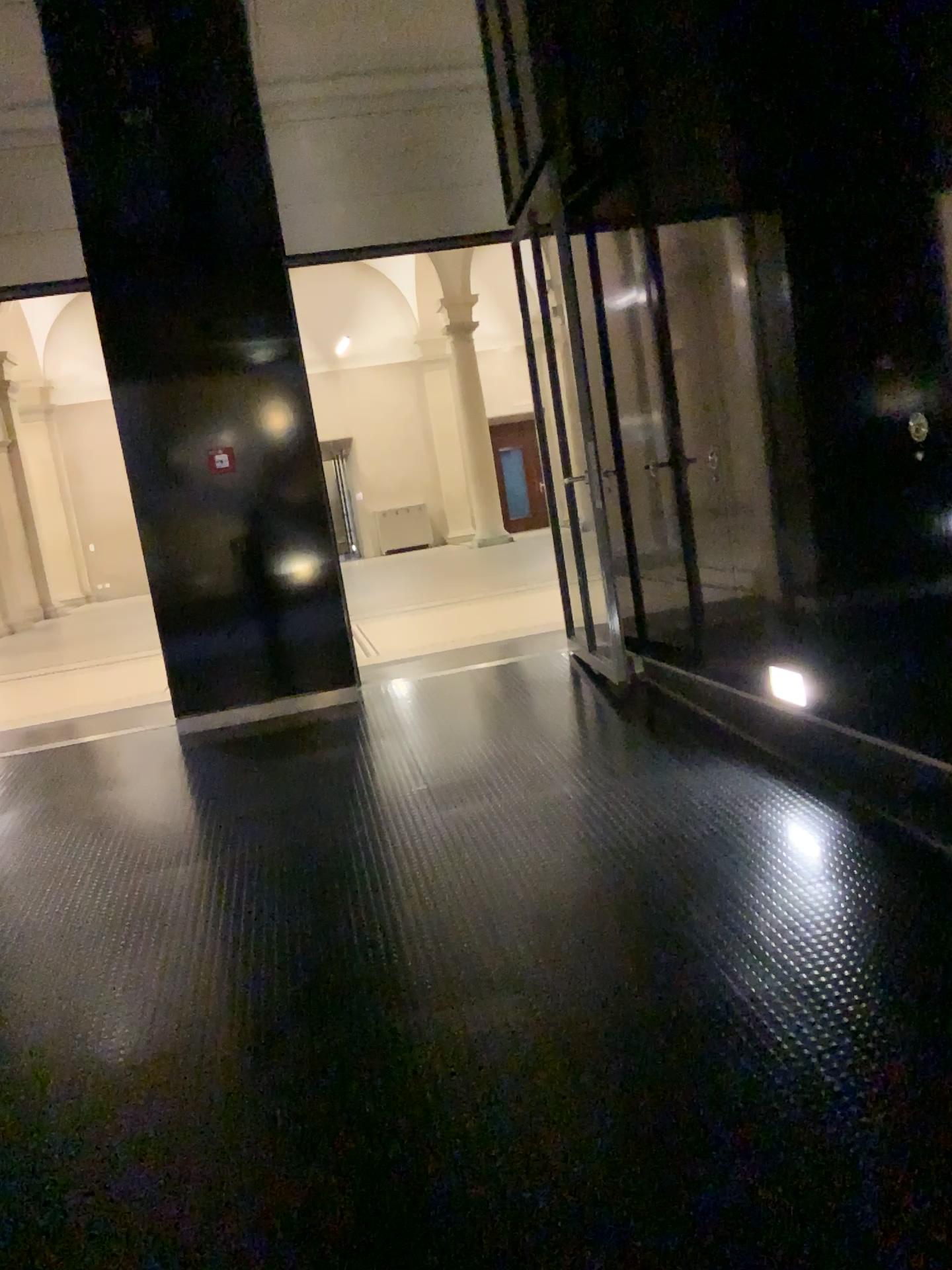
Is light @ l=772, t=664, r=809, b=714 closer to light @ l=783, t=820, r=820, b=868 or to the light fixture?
the light fixture

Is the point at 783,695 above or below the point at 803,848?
above

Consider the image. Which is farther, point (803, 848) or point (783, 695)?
point (783, 695)

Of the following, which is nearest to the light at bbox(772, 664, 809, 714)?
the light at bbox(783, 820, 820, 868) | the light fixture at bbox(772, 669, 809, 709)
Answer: the light fixture at bbox(772, 669, 809, 709)

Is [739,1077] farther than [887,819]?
No

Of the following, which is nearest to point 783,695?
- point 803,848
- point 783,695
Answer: point 783,695

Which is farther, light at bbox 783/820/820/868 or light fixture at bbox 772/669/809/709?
light fixture at bbox 772/669/809/709

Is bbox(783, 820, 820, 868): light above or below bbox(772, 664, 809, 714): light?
below

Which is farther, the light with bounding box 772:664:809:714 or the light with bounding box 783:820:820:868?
the light with bounding box 772:664:809:714
